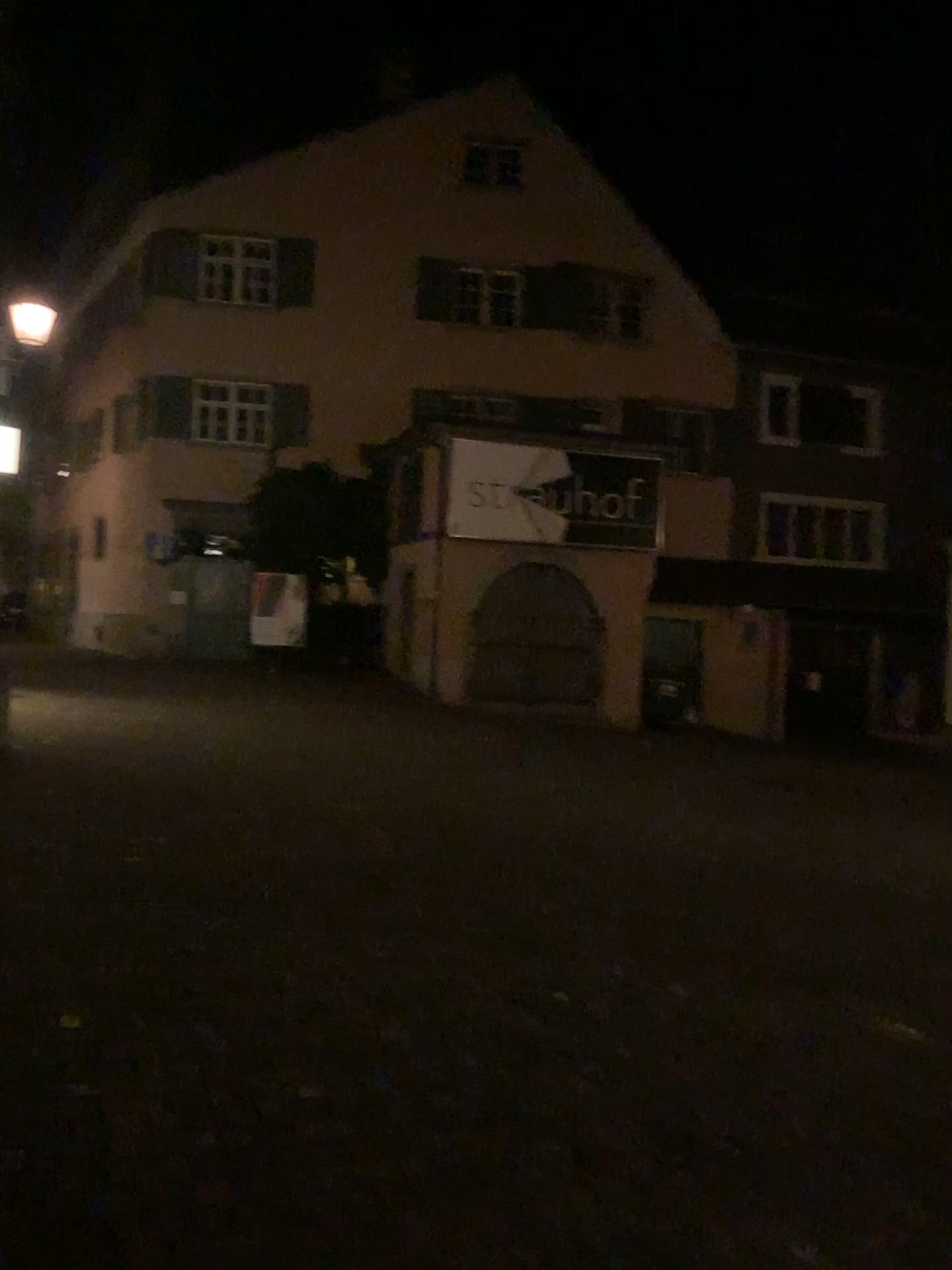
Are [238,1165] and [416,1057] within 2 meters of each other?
yes
